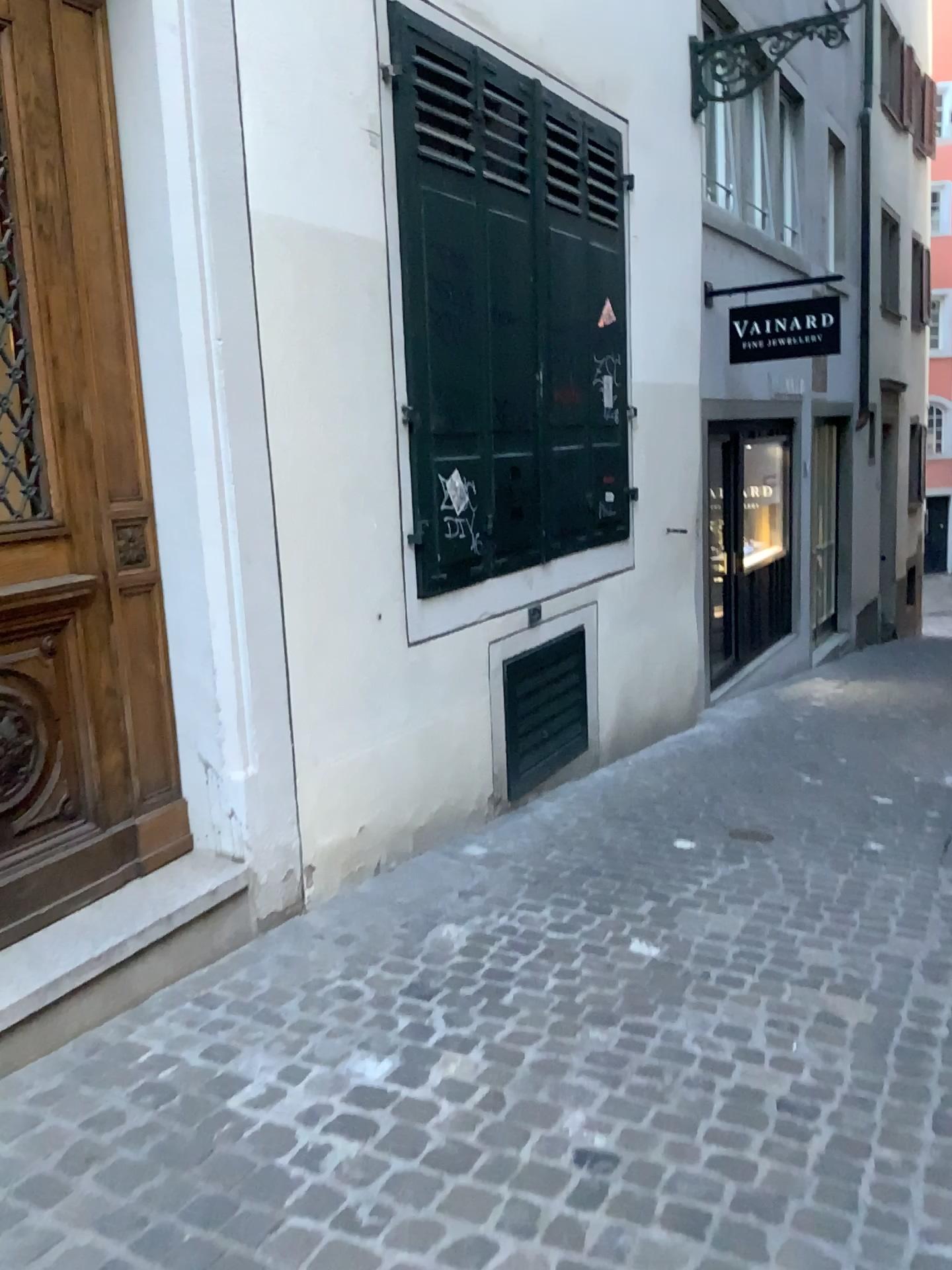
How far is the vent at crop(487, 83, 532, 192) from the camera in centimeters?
406cm

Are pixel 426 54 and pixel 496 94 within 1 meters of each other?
yes

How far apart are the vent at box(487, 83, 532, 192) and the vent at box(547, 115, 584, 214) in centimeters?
31cm

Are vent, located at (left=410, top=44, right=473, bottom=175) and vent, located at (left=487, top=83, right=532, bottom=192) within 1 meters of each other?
yes

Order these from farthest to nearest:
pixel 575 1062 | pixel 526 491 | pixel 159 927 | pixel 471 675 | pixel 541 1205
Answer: pixel 526 491 < pixel 471 675 < pixel 159 927 < pixel 575 1062 < pixel 541 1205

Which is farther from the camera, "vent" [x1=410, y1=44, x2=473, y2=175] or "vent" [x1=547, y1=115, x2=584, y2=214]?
"vent" [x1=547, y1=115, x2=584, y2=214]

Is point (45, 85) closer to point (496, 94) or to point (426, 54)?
point (426, 54)

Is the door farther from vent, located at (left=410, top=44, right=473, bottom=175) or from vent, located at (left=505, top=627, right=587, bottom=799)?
vent, located at (left=505, top=627, right=587, bottom=799)

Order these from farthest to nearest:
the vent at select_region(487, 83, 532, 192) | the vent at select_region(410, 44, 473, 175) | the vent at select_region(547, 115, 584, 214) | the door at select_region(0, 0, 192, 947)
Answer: the vent at select_region(547, 115, 584, 214), the vent at select_region(487, 83, 532, 192), the vent at select_region(410, 44, 473, 175), the door at select_region(0, 0, 192, 947)

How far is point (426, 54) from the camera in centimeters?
362cm
